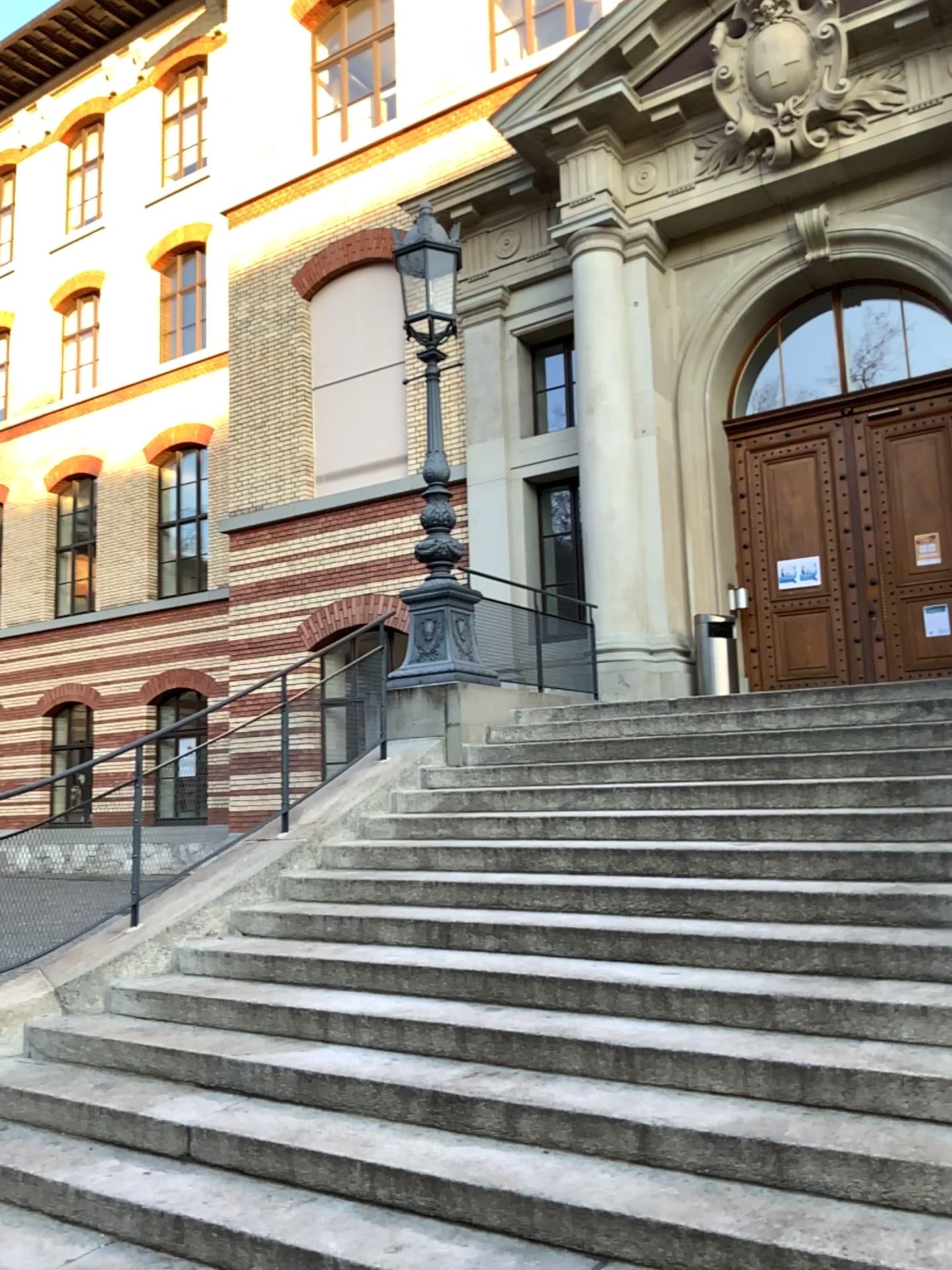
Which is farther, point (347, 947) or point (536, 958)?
point (347, 947)
